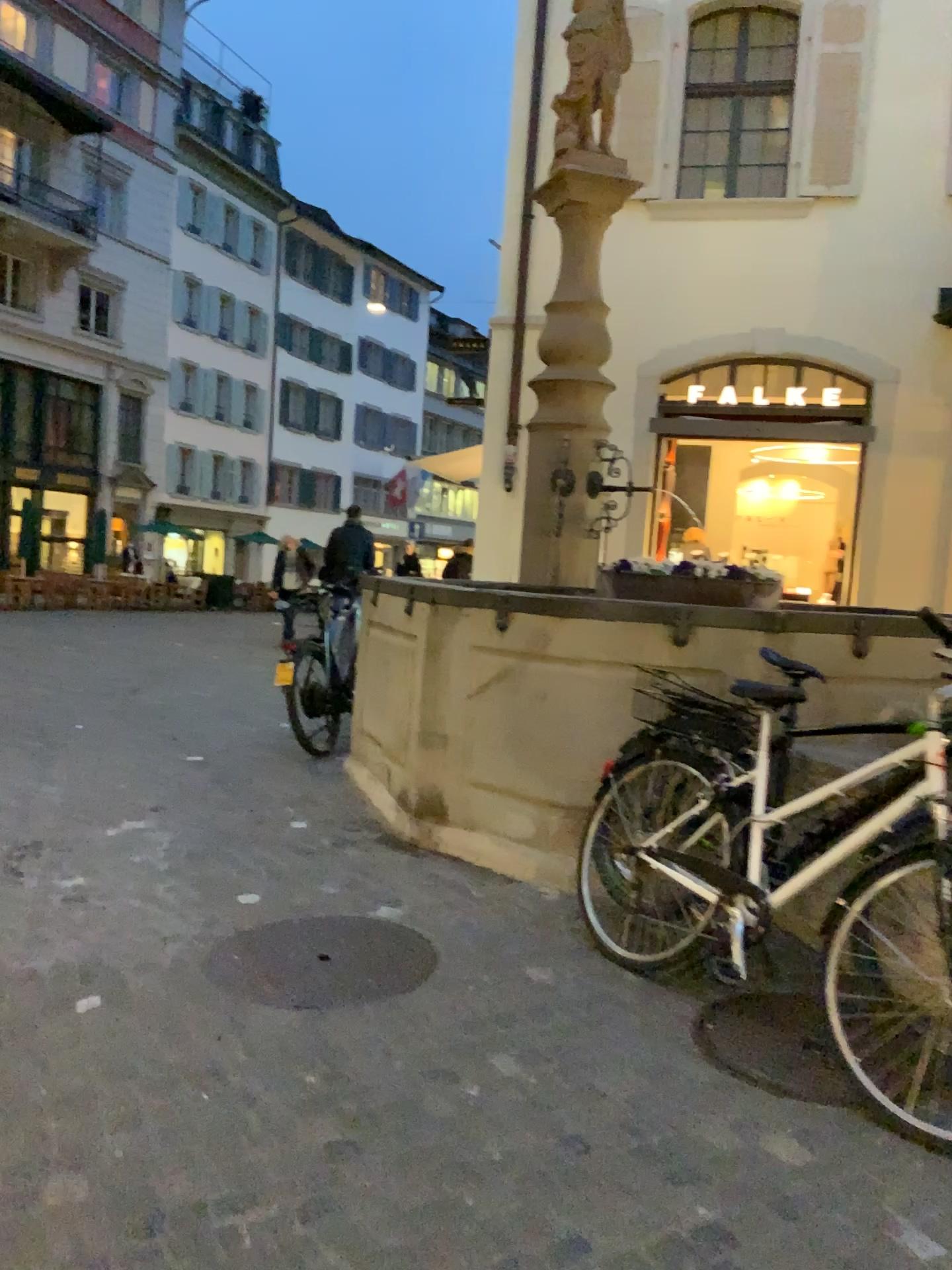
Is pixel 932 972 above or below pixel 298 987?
above

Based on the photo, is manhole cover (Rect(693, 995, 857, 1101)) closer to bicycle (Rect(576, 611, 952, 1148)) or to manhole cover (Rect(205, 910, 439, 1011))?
bicycle (Rect(576, 611, 952, 1148))

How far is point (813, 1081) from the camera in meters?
2.6

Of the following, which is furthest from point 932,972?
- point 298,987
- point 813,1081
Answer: point 298,987

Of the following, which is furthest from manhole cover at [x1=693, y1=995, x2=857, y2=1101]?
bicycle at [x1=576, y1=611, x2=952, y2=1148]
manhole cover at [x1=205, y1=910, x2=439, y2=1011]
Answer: manhole cover at [x1=205, y1=910, x2=439, y2=1011]

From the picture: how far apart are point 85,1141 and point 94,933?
1.19m

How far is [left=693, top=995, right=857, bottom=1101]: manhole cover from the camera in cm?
257

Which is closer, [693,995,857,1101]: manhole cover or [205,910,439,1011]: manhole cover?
[693,995,857,1101]: manhole cover
